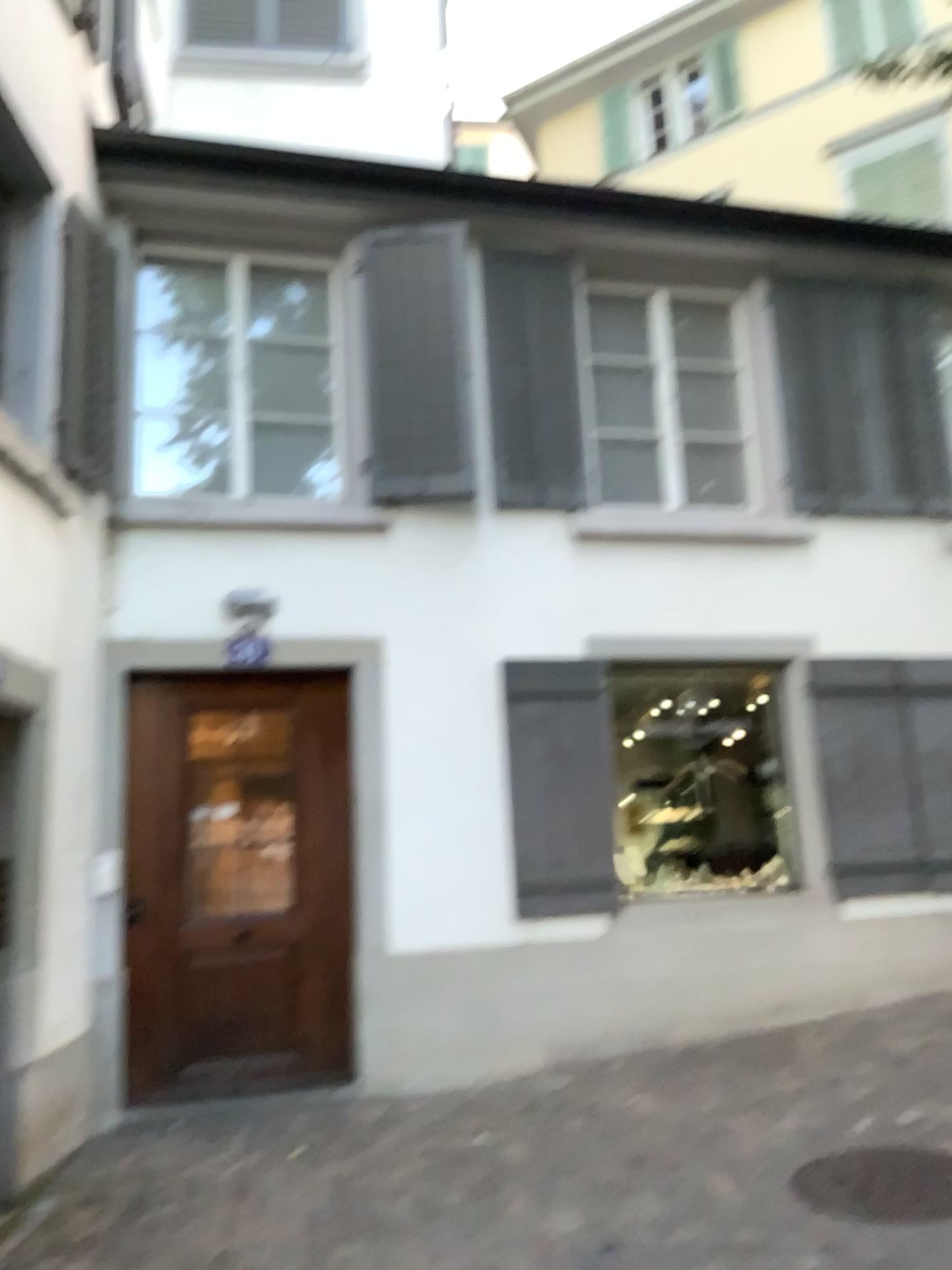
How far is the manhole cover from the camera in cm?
335

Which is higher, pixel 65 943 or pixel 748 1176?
pixel 65 943

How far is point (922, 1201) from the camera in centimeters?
335cm
